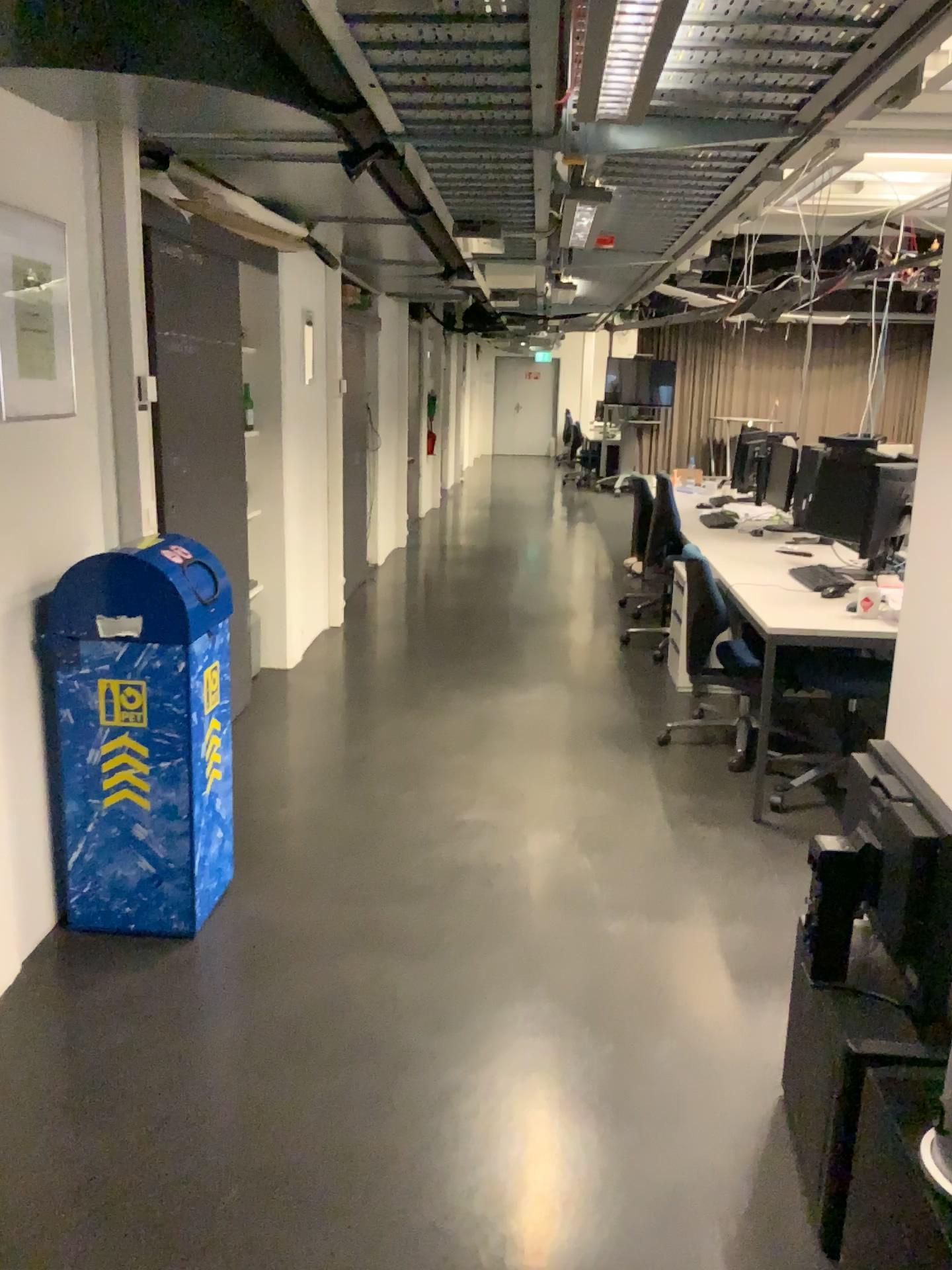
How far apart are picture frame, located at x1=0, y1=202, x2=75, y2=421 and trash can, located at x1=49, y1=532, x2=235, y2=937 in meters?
0.4 m

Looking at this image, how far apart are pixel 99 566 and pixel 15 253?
0.8 meters

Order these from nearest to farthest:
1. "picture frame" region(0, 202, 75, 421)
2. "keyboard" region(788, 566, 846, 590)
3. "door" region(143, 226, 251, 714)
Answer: "picture frame" region(0, 202, 75, 421), "door" region(143, 226, 251, 714), "keyboard" region(788, 566, 846, 590)

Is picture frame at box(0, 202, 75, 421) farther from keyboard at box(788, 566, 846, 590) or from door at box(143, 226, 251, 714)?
keyboard at box(788, 566, 846, 590)

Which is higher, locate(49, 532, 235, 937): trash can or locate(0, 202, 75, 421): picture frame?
locate(0, 202, 75, 421): picture frame

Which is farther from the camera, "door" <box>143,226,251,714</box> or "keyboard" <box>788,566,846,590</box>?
"keyboard" <box>788,566,846,590</box>

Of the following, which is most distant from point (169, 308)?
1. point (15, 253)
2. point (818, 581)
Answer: point (818, 581)

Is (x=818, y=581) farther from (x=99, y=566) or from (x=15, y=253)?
(x=15, y=253)

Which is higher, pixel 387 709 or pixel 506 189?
pixel 506 189

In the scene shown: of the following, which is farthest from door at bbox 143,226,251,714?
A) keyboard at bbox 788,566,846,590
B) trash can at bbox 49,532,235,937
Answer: keyboard at bbox 788,566,846,590
